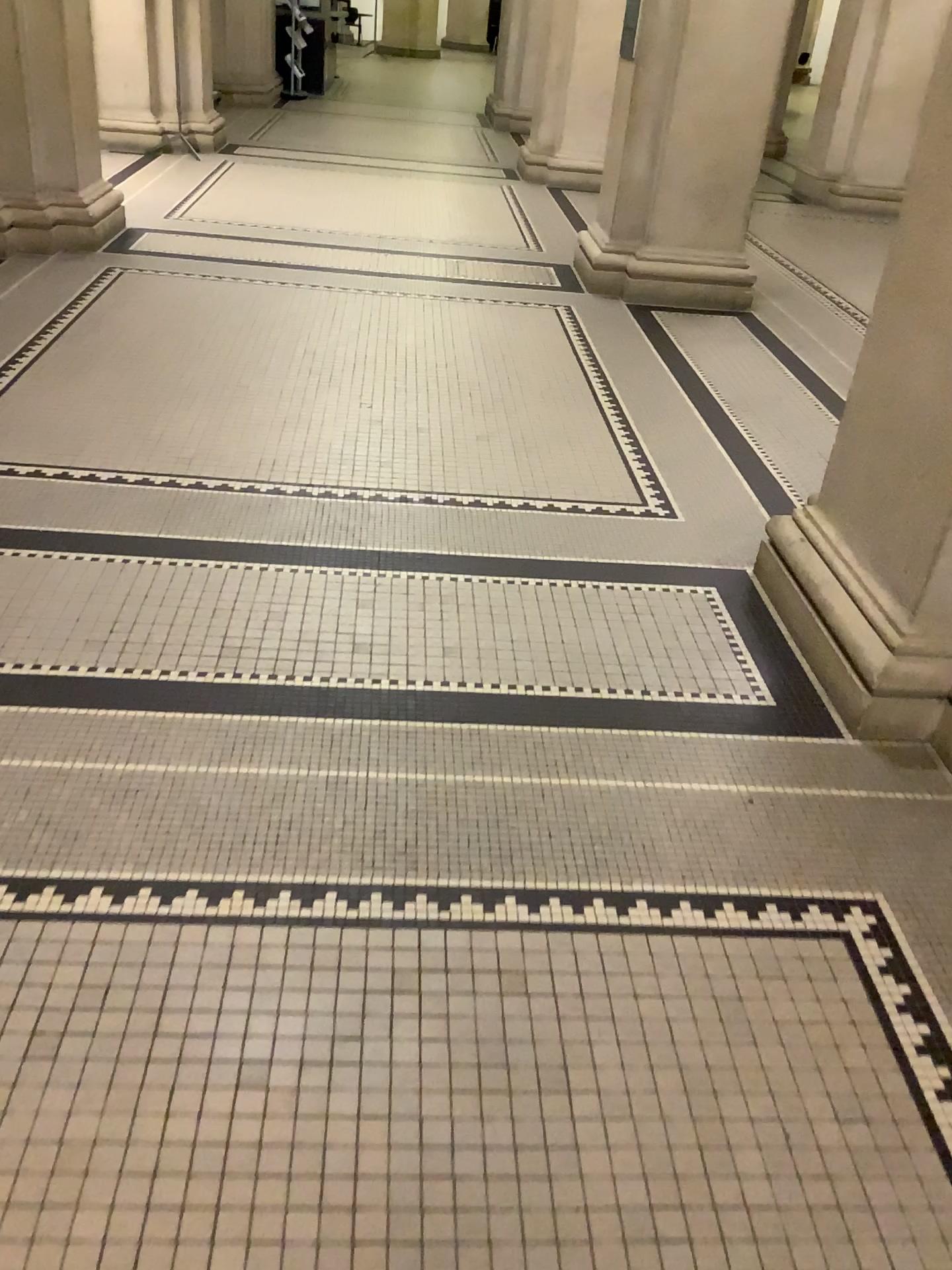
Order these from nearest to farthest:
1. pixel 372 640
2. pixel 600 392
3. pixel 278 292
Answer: pixel 372 640 → pixel 600 392 → pixel 278 292
